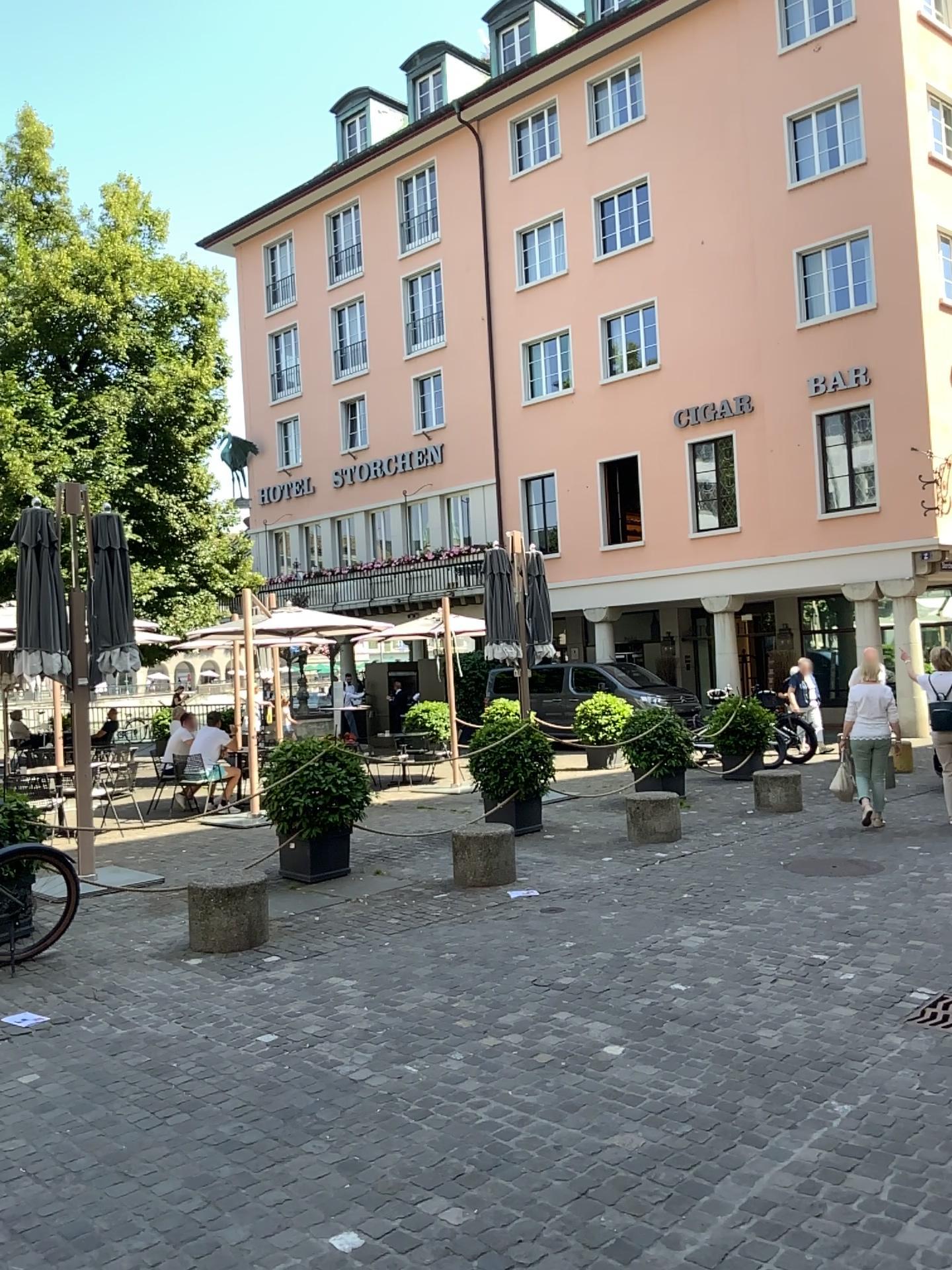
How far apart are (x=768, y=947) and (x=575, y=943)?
1.1 meters
